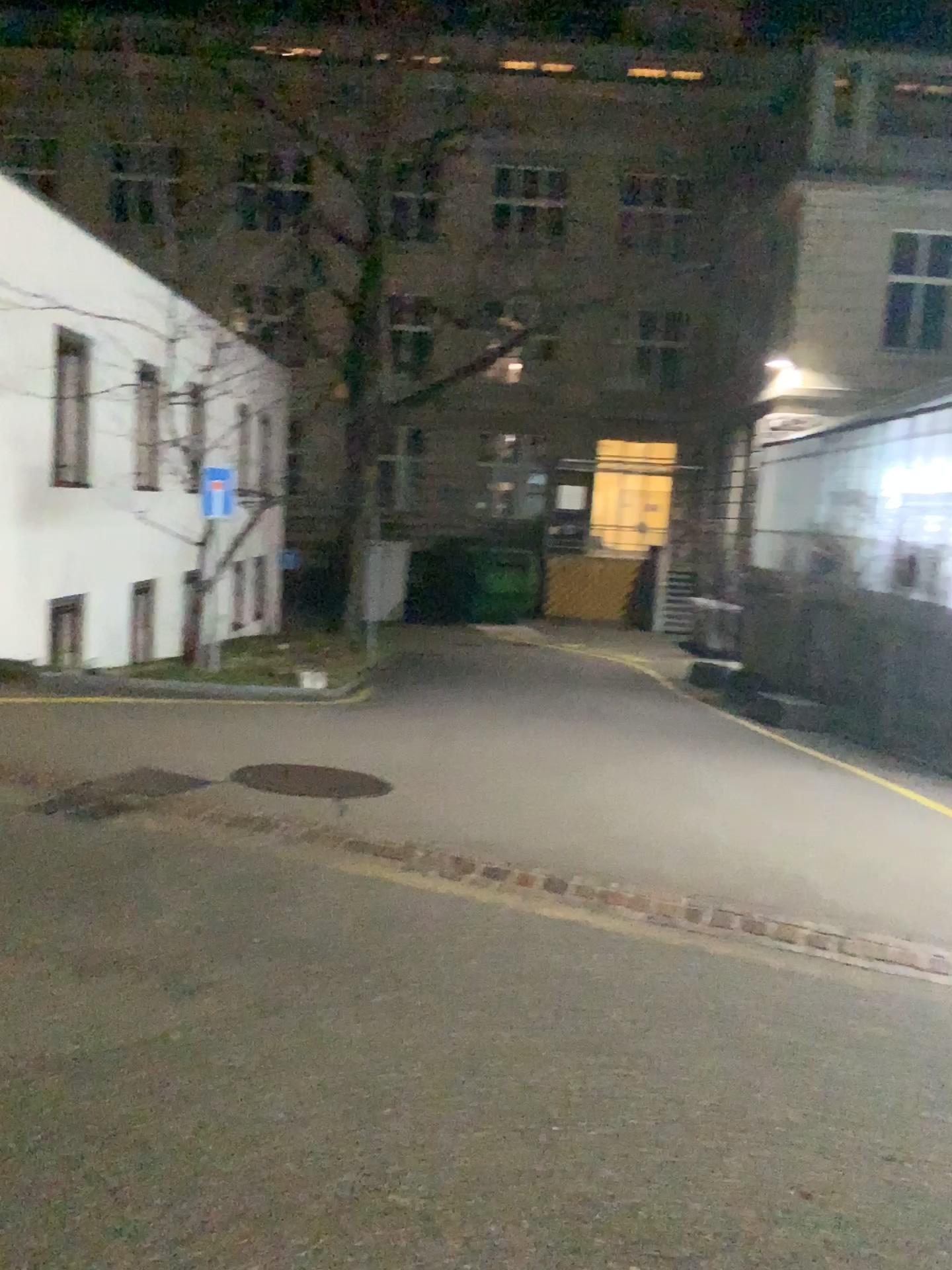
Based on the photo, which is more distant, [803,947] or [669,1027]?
[803,947]
